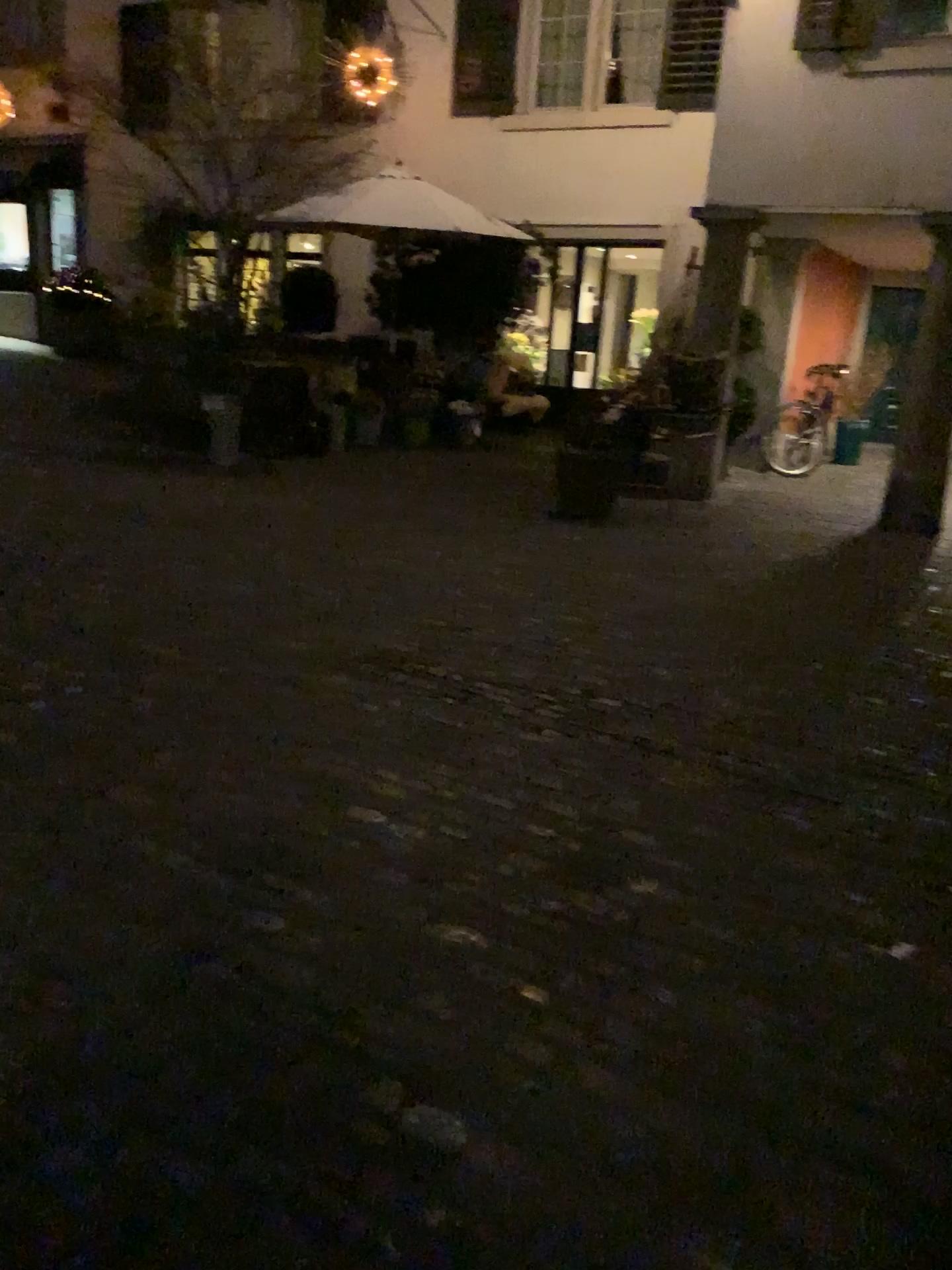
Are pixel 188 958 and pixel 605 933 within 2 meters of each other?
yes
